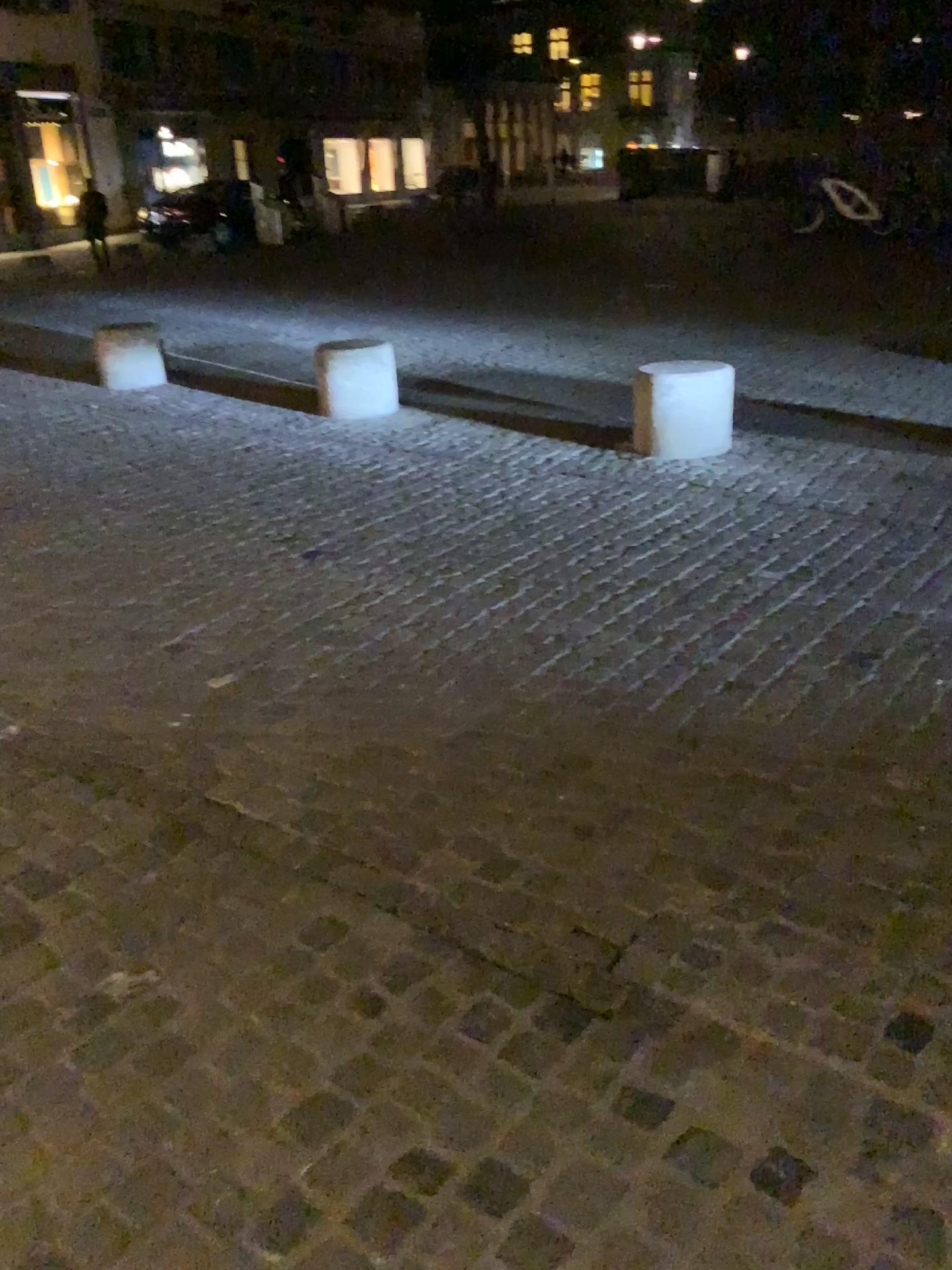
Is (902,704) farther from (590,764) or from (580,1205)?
(580,1205)
